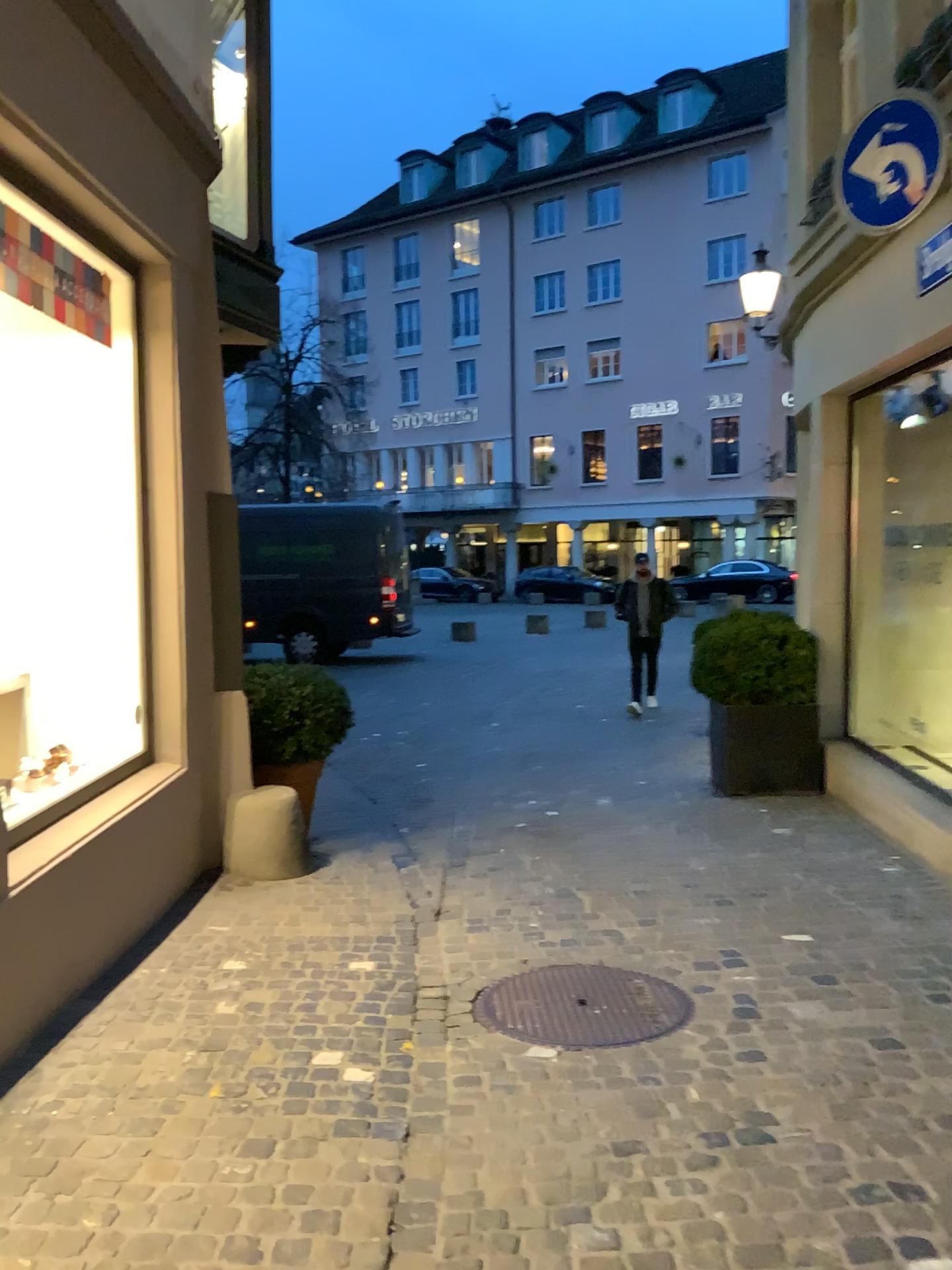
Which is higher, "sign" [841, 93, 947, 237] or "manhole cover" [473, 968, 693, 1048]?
"sign" [841, 93, 947, 237]

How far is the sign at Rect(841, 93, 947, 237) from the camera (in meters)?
4.16

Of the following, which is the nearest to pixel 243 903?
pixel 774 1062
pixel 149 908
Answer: pixel 149 908

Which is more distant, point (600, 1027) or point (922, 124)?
point (922, 124)

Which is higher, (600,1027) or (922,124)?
(922,124)

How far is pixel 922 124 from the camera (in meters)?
4.16

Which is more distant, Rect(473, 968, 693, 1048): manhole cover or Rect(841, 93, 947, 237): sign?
Rect(841, 93, 947, 237): sign
